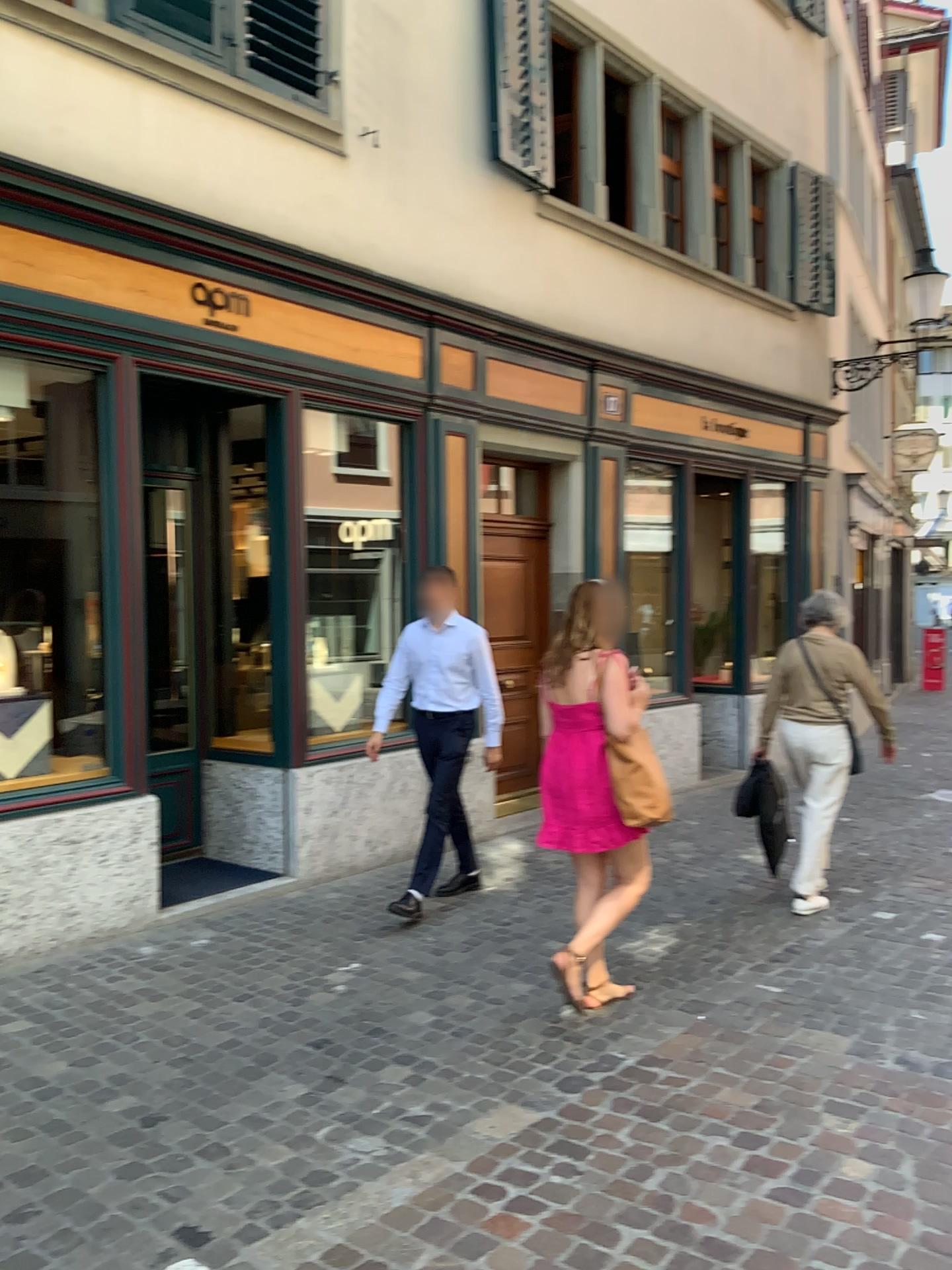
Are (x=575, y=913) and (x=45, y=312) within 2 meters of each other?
no

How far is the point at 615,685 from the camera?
4.0 meters

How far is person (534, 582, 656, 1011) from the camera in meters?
4.0 m
